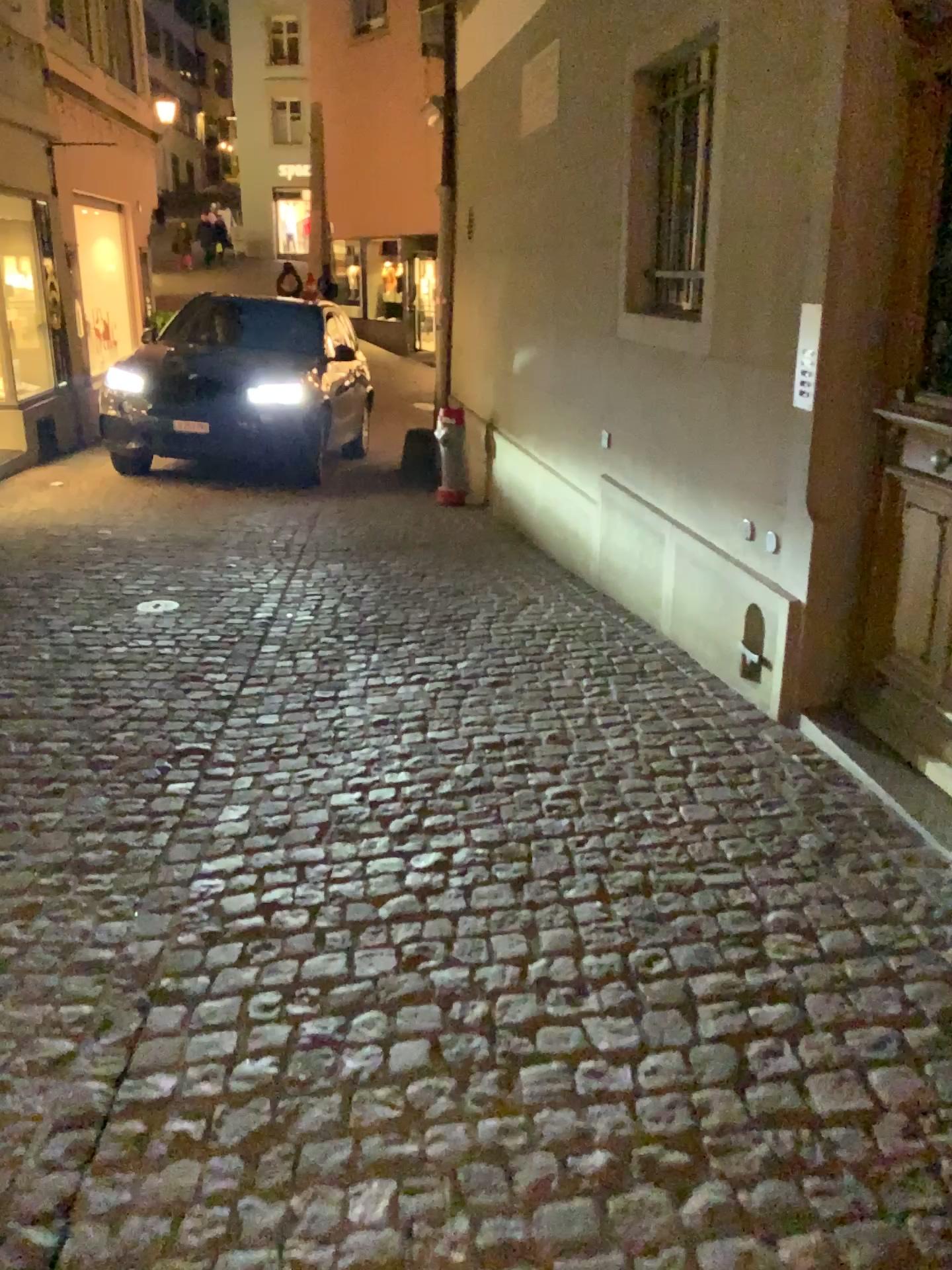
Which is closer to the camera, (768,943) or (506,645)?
(768,943)
